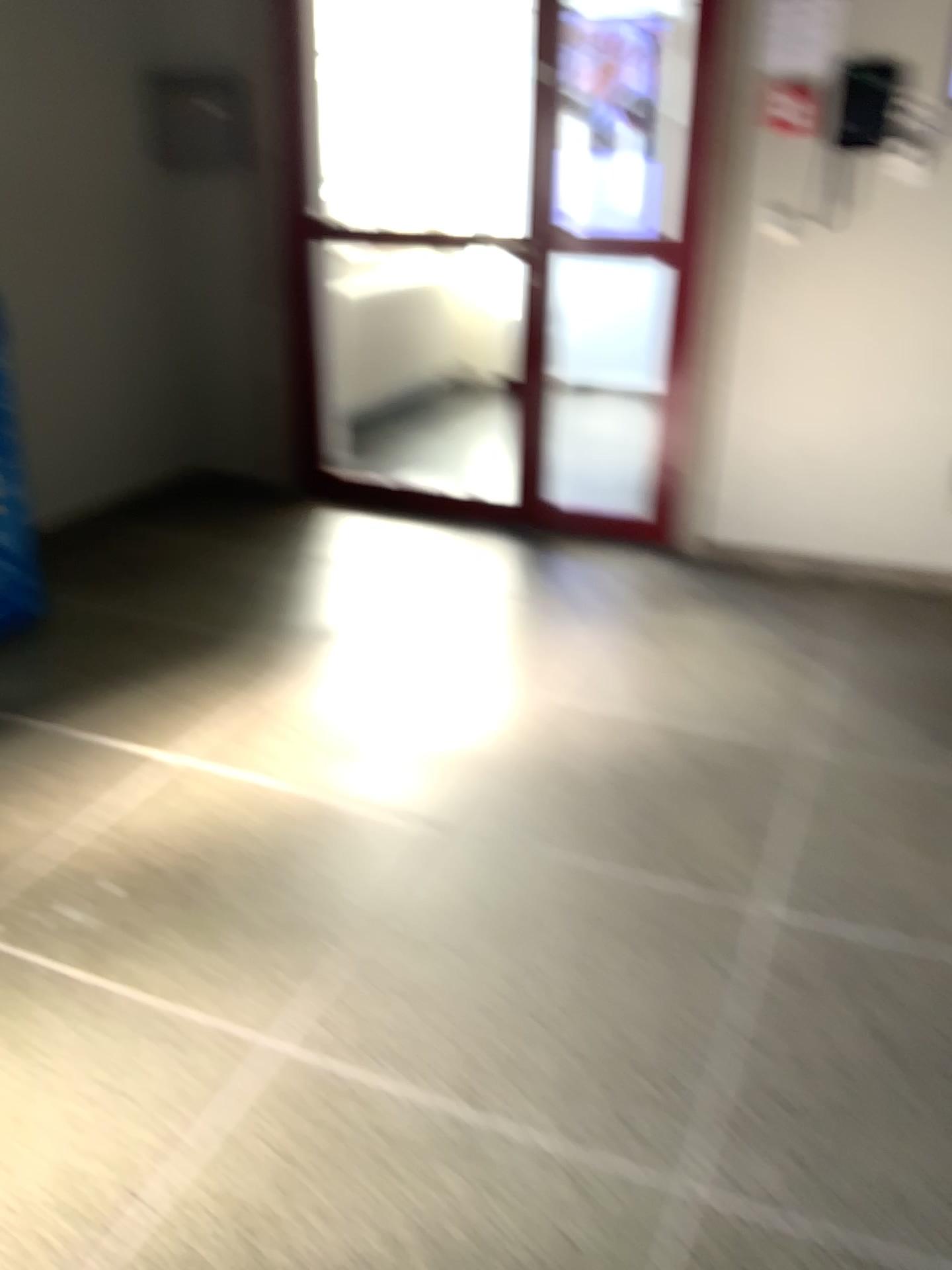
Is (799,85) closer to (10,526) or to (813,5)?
(813,5)

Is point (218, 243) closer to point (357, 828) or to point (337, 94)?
point (337, 94)

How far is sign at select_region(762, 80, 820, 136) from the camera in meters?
3.3

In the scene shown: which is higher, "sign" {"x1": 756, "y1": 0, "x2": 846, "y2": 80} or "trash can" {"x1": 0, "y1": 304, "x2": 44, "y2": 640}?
"sign" {"x1": 756, "y1": 0, "x2": 846, "y2": 80}

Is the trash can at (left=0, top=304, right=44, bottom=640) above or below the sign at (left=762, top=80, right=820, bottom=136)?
below

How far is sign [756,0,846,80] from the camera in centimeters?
323cm

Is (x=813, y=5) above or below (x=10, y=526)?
above

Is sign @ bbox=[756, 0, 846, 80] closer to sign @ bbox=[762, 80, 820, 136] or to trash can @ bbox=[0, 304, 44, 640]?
sign @ bbox=[762, 80, 820, 136]

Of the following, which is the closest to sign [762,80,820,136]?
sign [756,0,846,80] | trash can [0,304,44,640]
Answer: sign [756,0,846,80]

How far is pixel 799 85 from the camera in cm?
330
